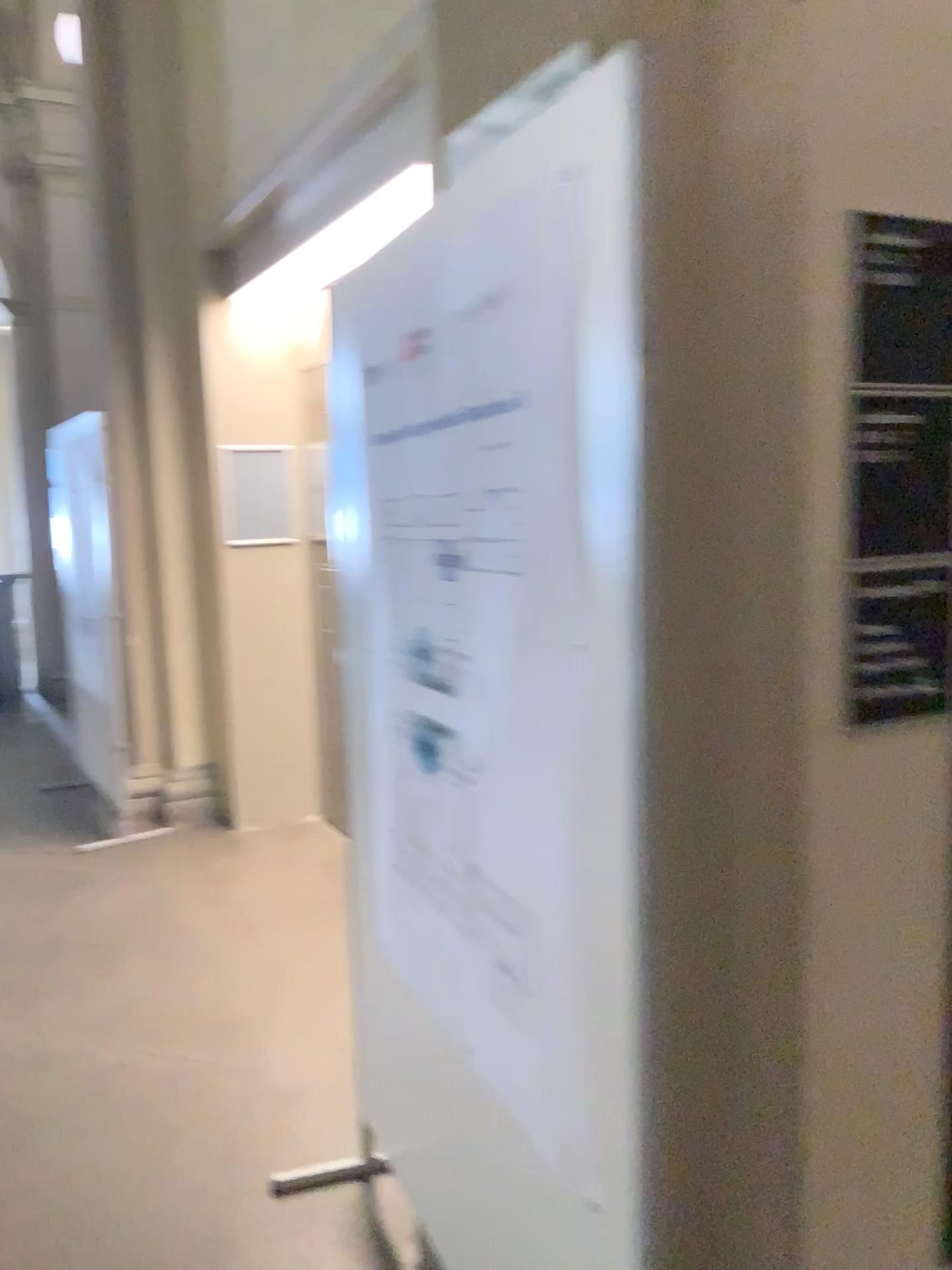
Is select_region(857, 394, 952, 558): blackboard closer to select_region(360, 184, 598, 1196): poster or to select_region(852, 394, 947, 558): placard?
select_region(852, 394, 947, 558): placard

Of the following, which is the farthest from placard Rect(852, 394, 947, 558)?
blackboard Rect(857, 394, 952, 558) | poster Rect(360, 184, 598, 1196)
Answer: poster Rect(360, 184, 598, 1196)

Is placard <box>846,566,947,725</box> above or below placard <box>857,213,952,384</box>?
below

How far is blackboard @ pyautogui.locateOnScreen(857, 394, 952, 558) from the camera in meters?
1.3

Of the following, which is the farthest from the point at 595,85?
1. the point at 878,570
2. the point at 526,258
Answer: the point at 878,570

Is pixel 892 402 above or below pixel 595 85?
below

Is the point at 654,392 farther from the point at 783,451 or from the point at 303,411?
the point at 303,411

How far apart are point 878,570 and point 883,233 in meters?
0.4 m

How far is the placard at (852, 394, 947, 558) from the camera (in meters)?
1.35
